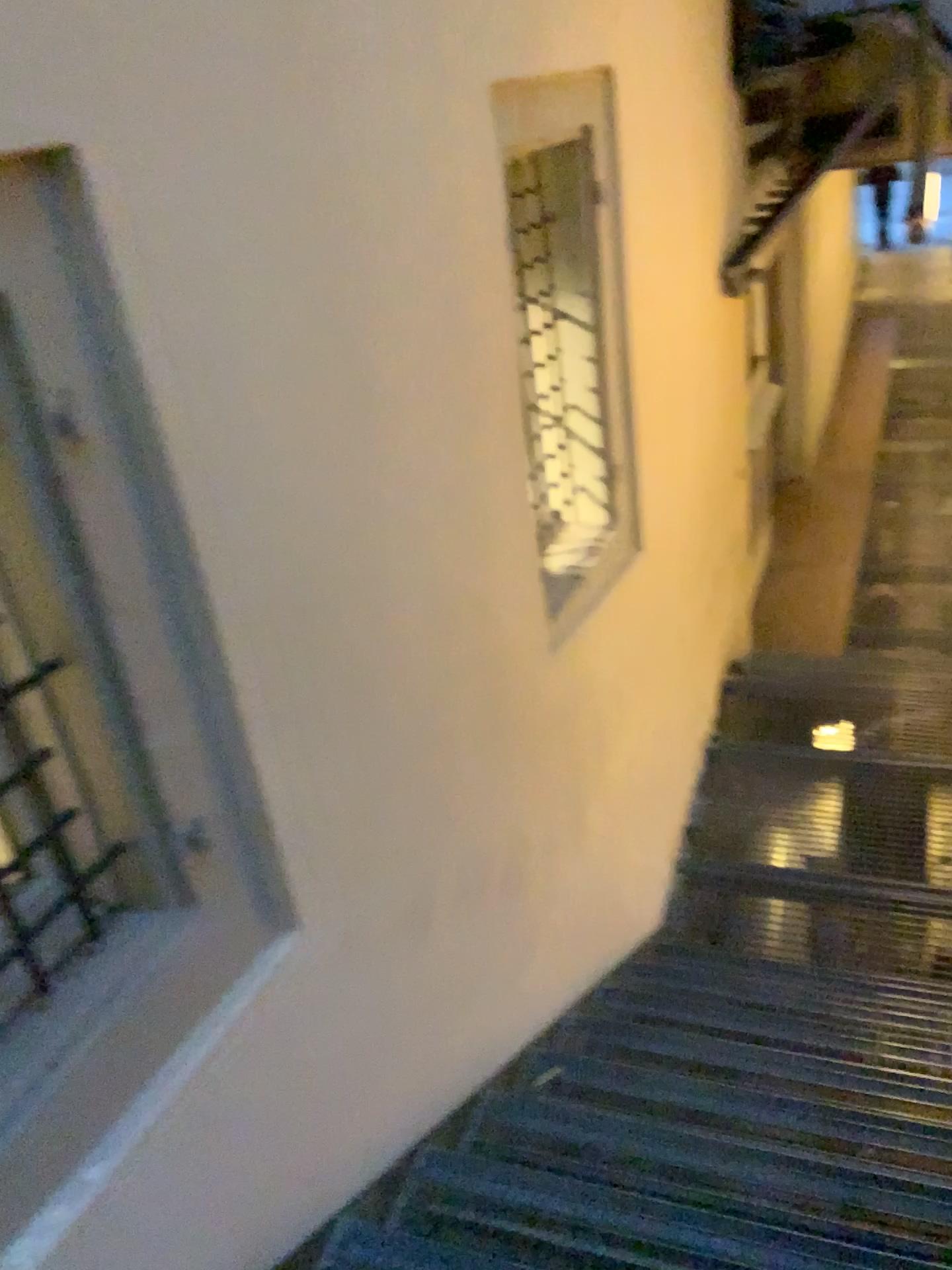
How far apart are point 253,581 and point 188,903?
0.54m

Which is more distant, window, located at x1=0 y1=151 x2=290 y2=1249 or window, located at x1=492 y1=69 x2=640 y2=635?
window, located at x1=492 y1=69 x2=640 y2=635

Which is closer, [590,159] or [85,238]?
[85,238]
